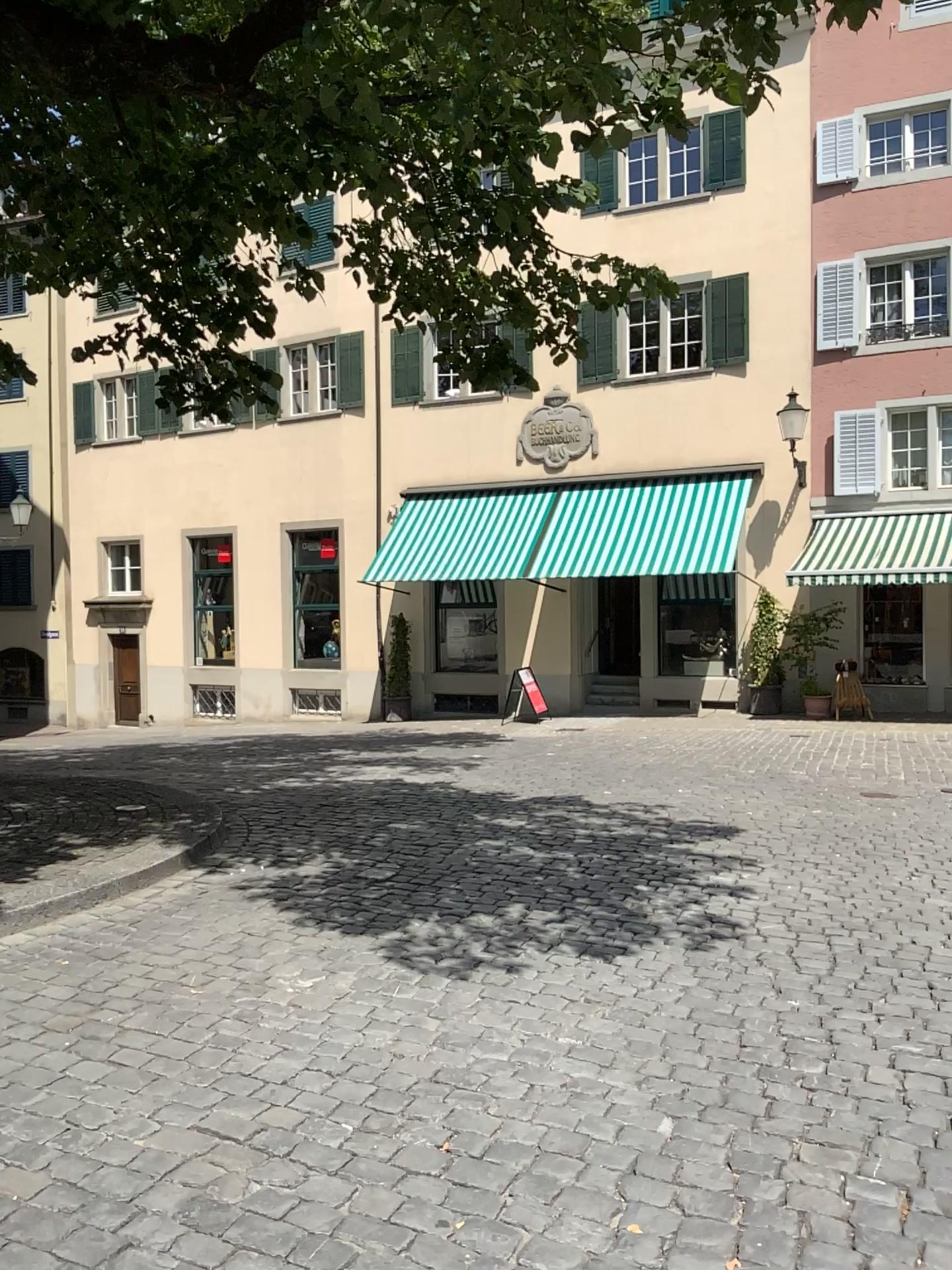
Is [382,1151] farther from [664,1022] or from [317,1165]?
[664,1022]
